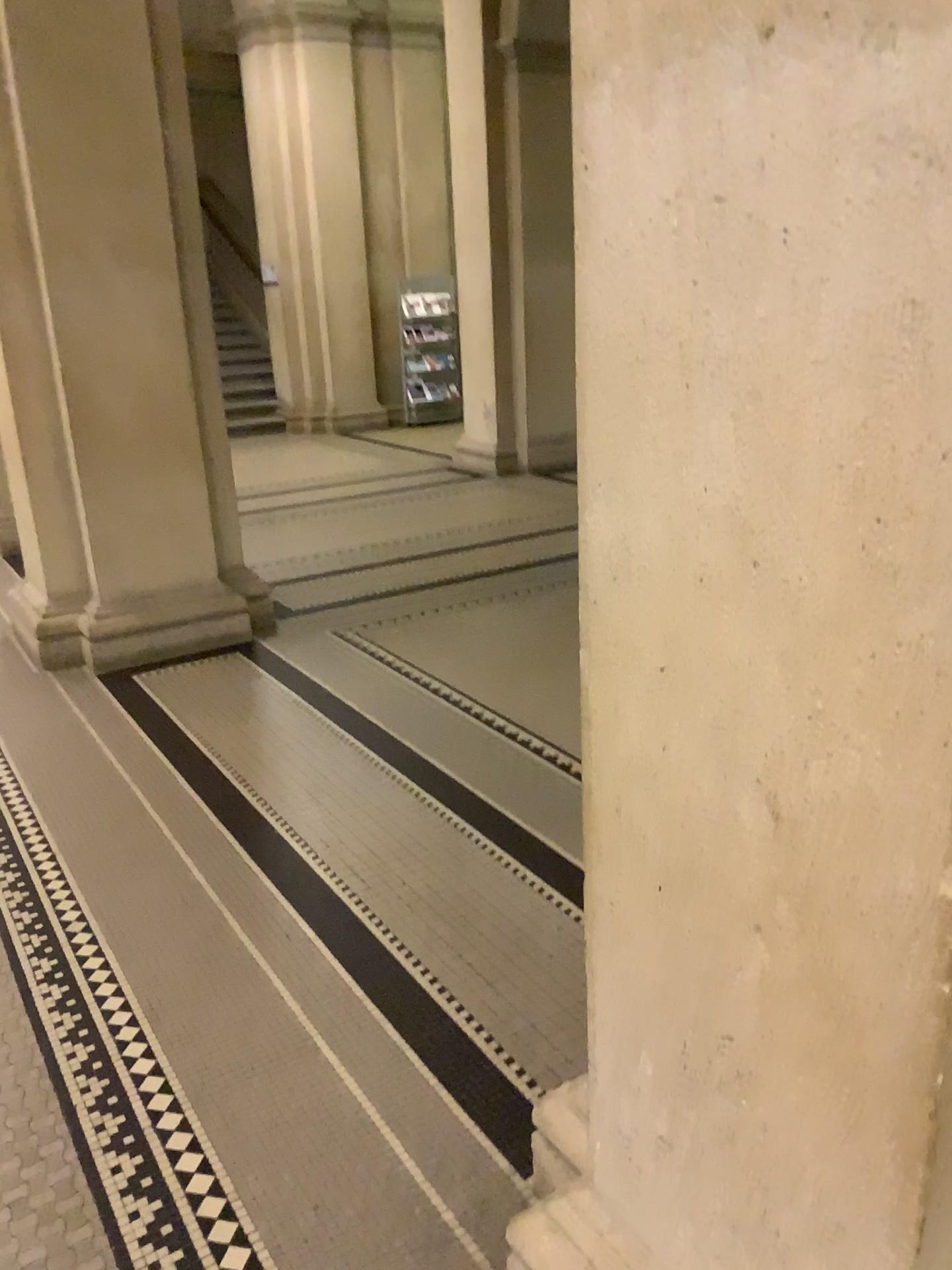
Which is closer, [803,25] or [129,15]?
[803,25]

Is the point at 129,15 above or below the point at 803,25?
above

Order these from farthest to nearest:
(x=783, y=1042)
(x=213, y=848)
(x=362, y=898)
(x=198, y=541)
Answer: (x=198, y=541), (x=213, y=848), (x=362, y=898), (x=783, y=1042)

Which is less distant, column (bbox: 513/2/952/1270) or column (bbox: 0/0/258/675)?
column (bbox: 513/2/952/1270)
